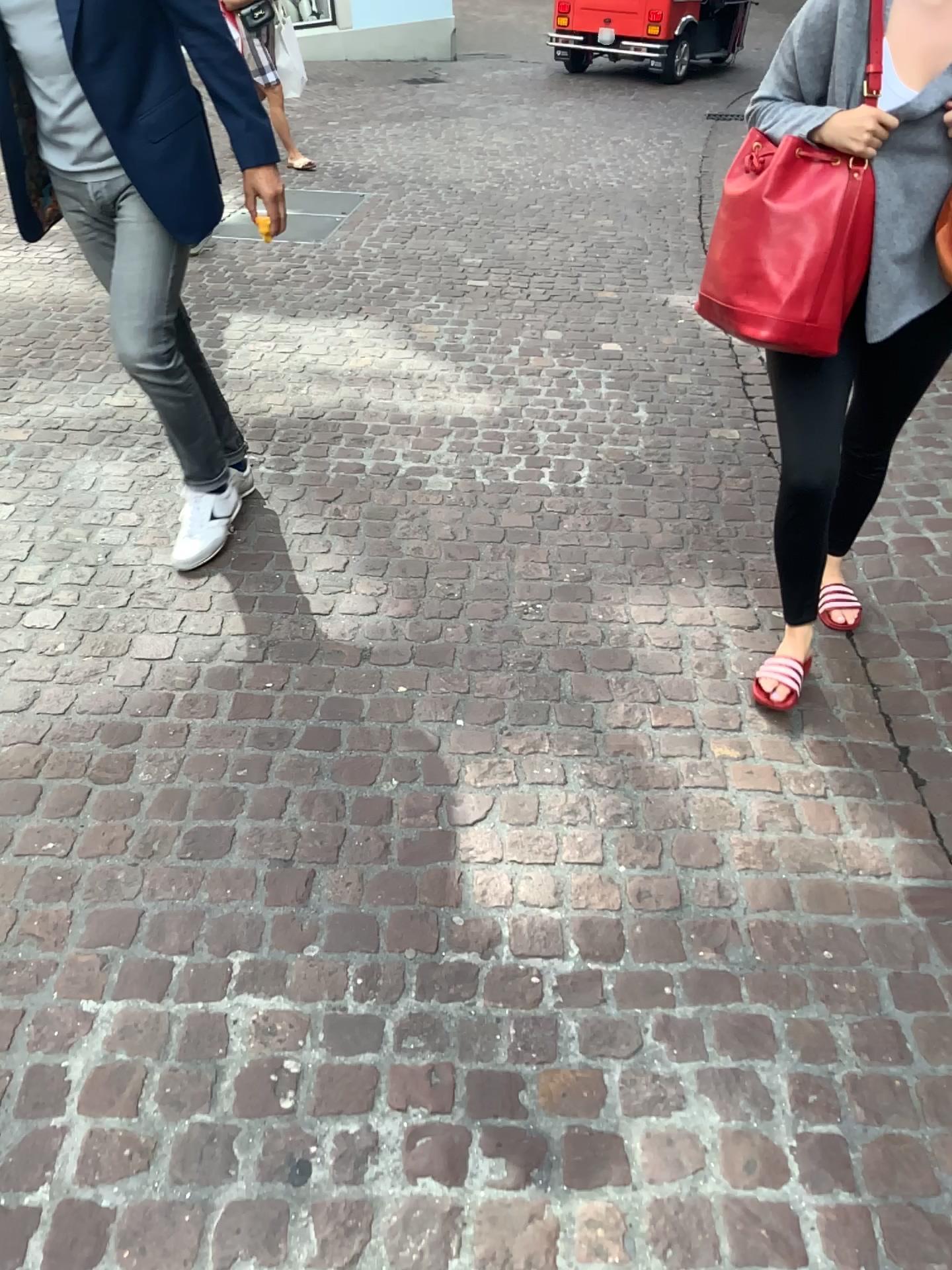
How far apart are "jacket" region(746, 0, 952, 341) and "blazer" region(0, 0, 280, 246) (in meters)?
1.09

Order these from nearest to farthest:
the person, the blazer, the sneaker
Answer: the person, the blazer, the sneaker

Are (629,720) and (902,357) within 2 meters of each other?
yes

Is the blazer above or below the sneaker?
above

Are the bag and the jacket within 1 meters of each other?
yes

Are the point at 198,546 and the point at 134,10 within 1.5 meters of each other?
yes

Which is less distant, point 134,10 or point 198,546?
point 134,10

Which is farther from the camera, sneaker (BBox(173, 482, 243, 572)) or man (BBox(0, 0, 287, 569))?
sneaker (BBox(173, 482, 243, 572))

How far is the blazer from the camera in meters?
2.2 m

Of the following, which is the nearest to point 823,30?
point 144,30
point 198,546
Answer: point 144,30
